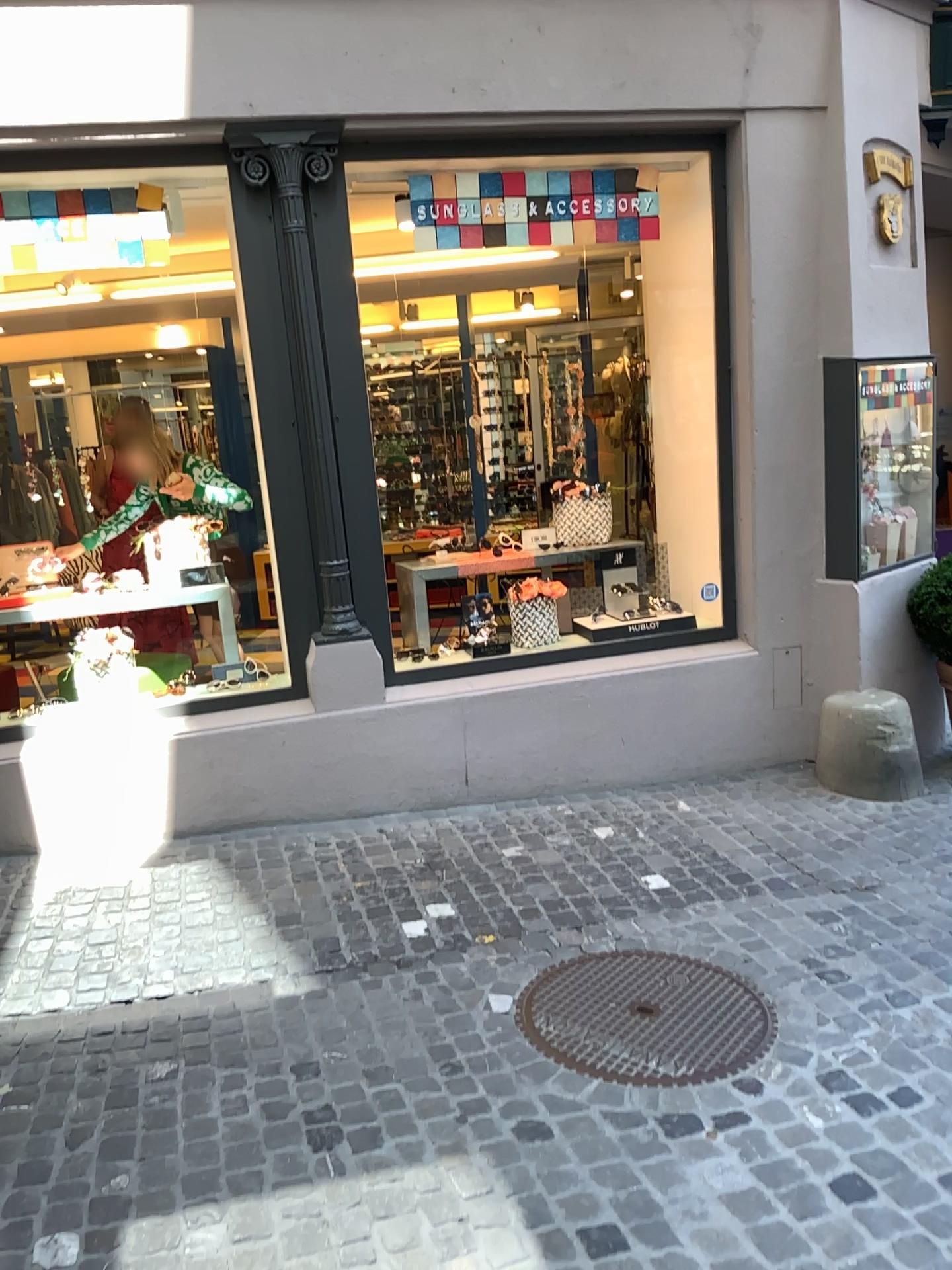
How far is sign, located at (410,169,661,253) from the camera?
4.3 meters

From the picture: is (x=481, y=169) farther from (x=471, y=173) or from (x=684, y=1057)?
(x=684, y=1057)

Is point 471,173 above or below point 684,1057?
above

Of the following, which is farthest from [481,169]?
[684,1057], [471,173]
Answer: [684,1057]

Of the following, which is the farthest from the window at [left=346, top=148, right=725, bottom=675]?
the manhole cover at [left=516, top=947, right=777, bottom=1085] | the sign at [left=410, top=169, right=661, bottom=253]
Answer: the manhole cover at [left=516, top=947, right=777, bottom=1085]

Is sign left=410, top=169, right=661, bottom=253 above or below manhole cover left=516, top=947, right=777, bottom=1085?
above

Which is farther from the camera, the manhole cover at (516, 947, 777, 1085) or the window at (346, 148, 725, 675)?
the window at (346, 148, 725, 675)

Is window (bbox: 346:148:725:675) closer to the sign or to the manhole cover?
the sign

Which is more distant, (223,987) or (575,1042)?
(223,987)
